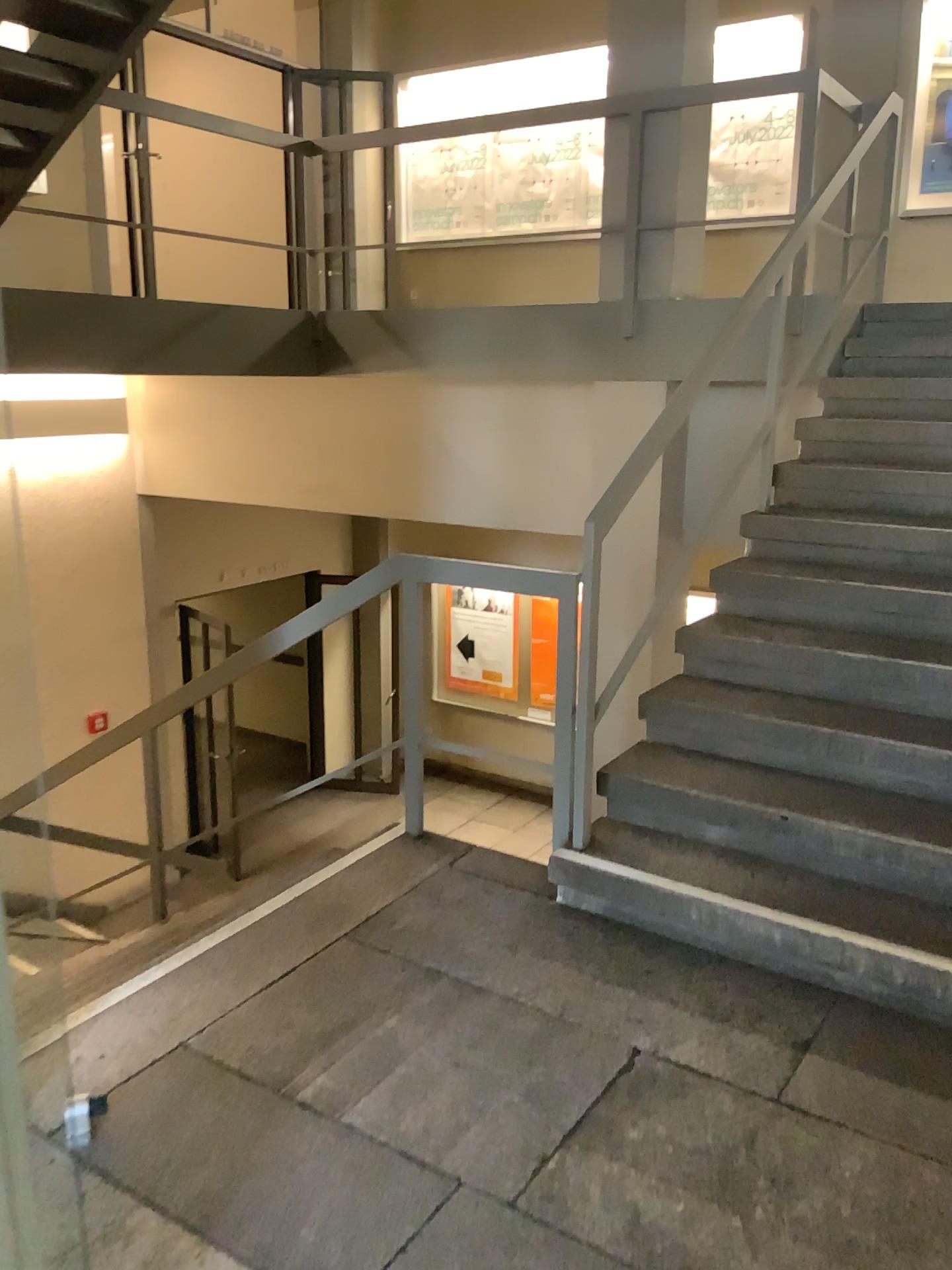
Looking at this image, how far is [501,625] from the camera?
3.23m

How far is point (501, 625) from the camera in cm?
323

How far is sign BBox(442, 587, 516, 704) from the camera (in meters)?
3.23

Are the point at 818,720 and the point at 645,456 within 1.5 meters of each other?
yes

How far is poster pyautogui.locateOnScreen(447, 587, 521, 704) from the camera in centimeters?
323cm
